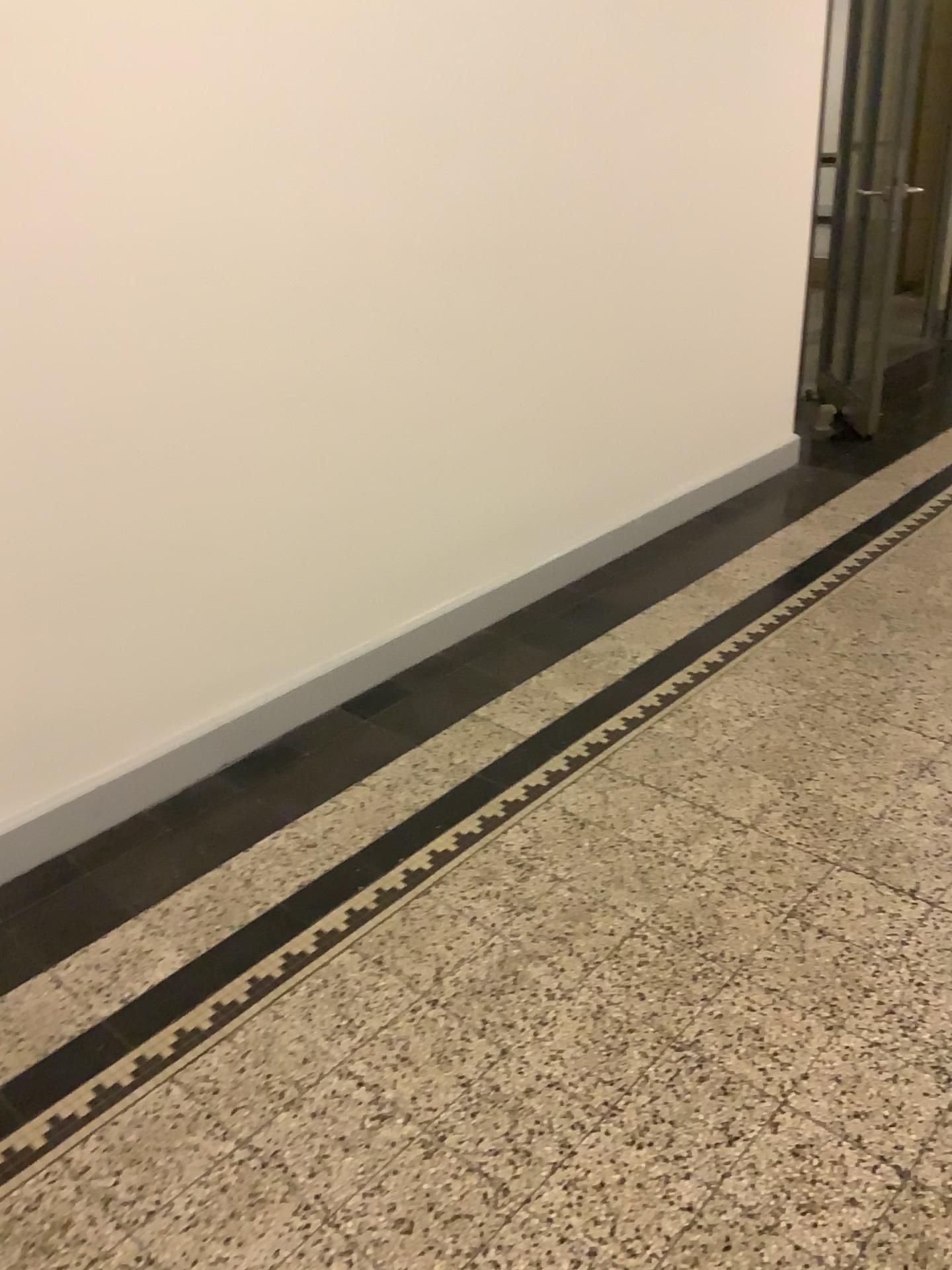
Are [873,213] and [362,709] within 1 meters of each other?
no
